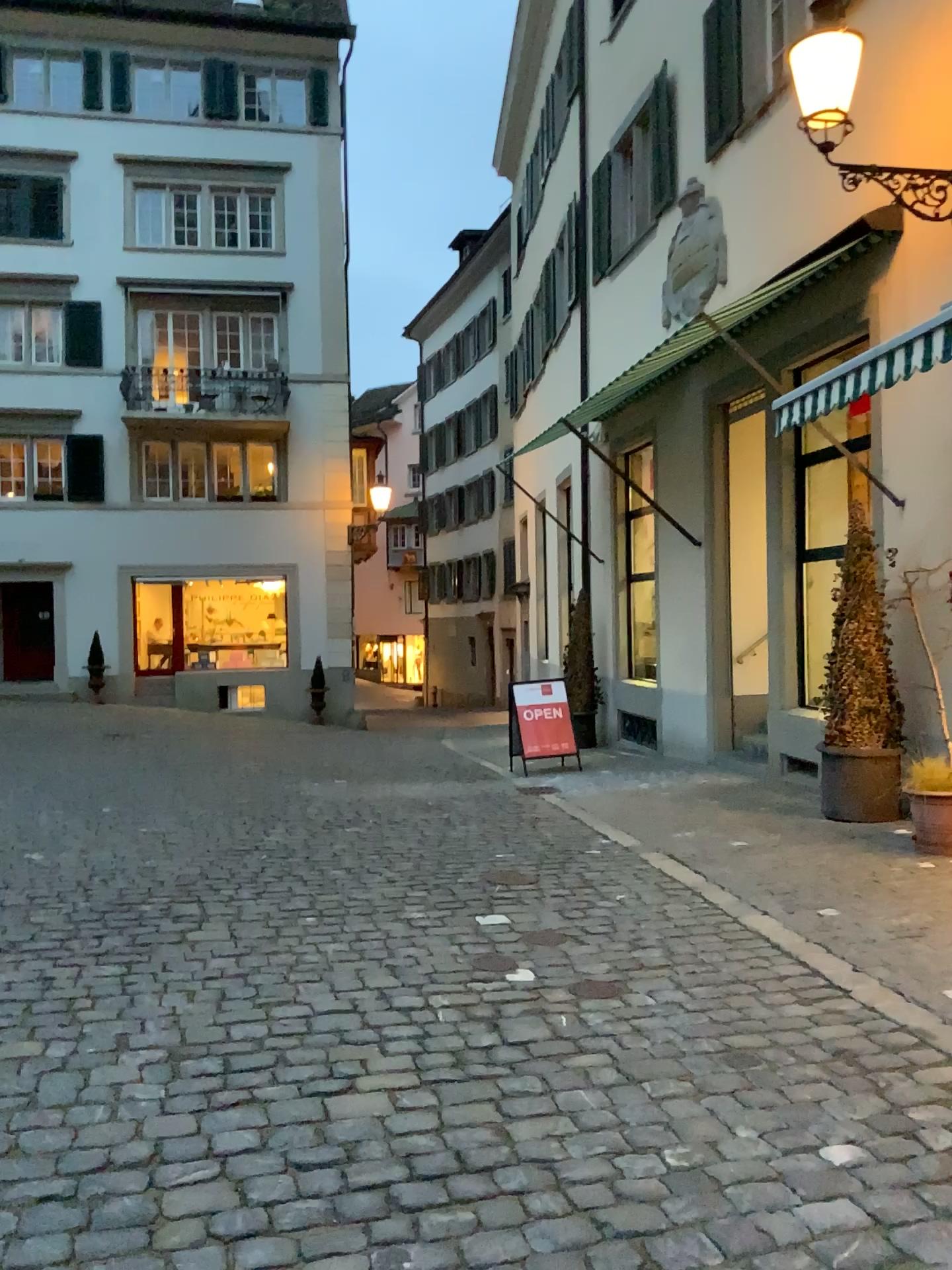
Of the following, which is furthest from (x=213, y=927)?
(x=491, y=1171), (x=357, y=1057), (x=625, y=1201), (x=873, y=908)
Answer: (x=873, y=908)
